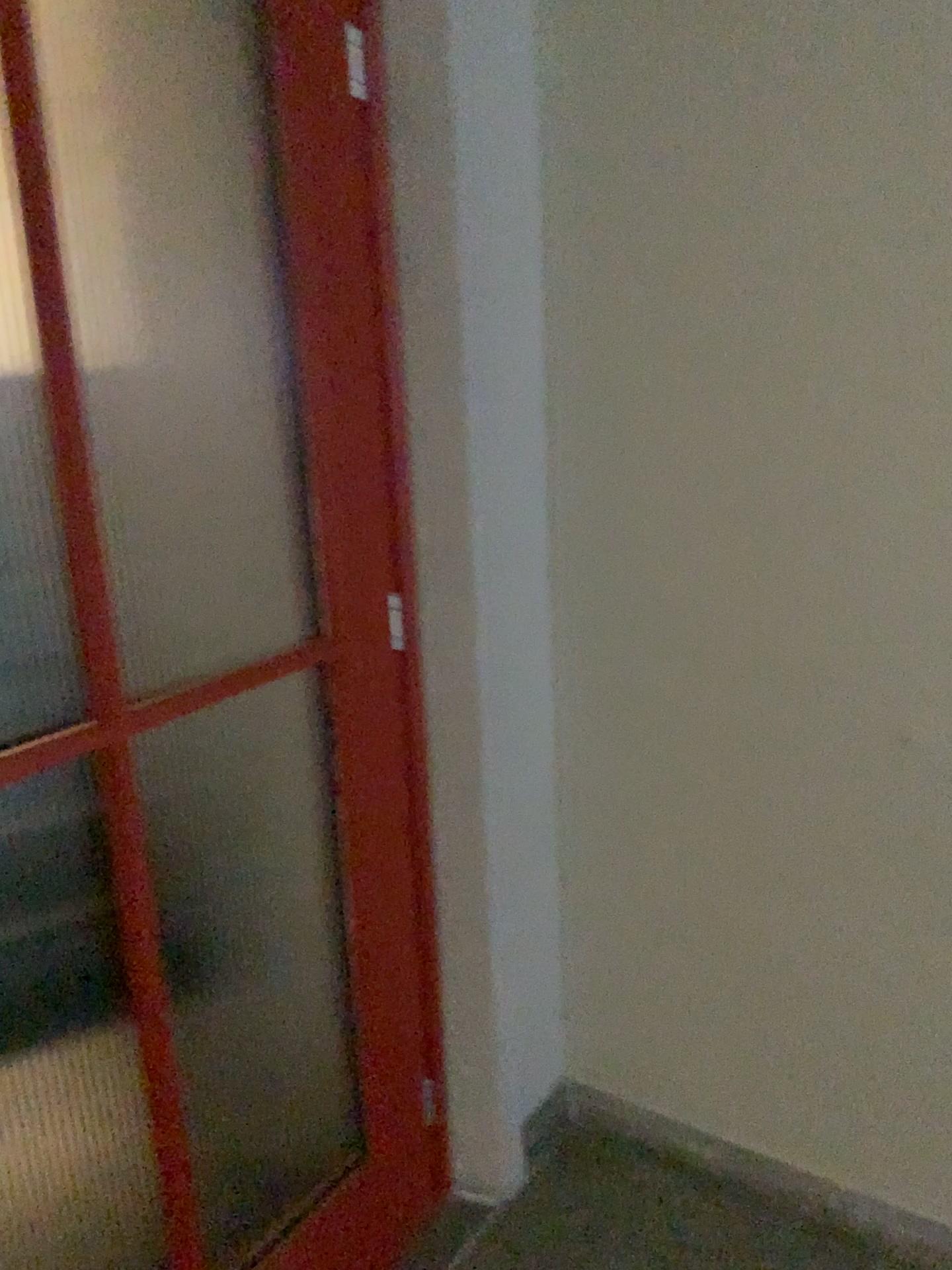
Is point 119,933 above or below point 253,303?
below
